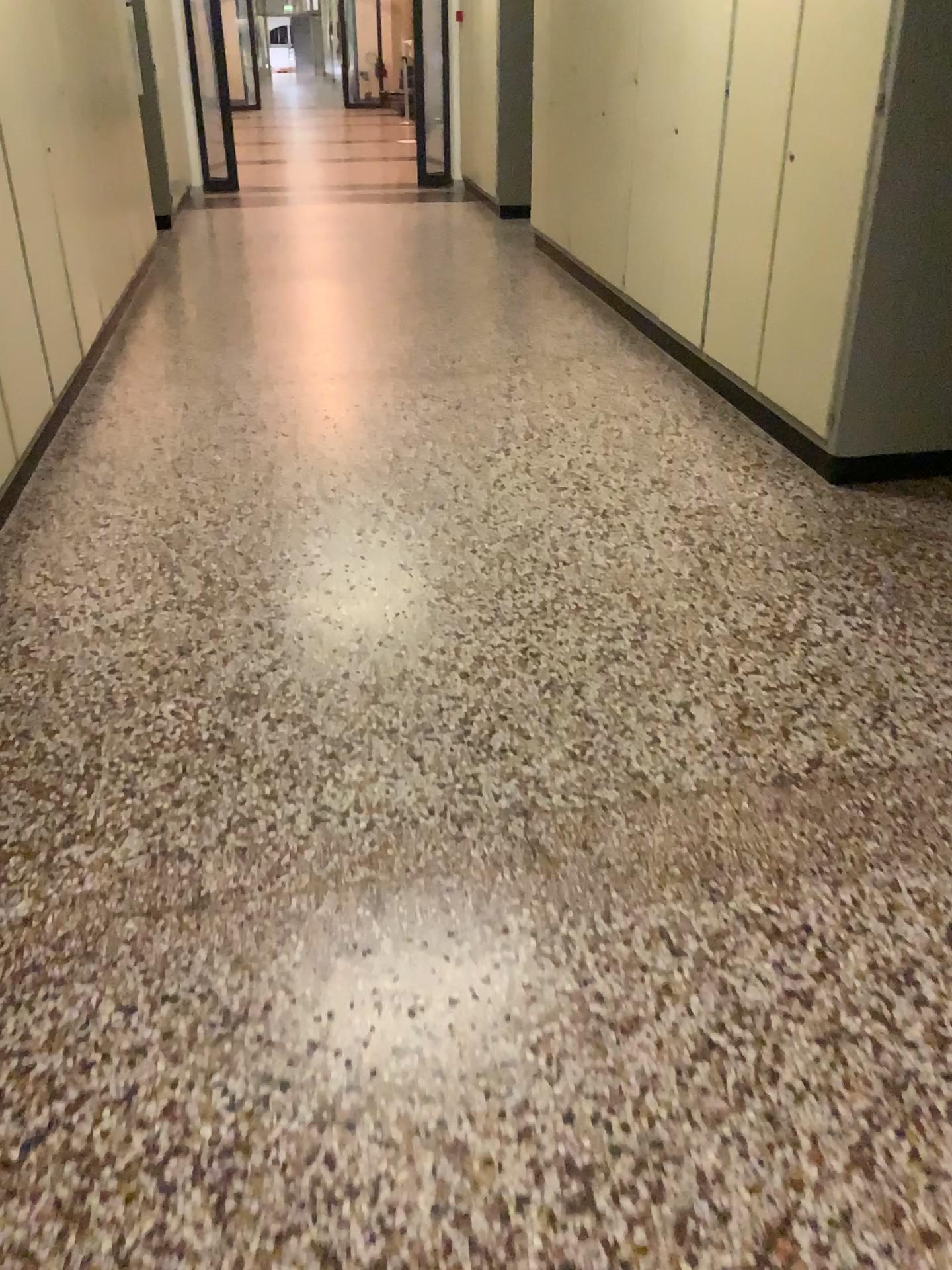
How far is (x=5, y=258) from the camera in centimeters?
341cm

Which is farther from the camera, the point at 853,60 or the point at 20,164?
the point at 20,164

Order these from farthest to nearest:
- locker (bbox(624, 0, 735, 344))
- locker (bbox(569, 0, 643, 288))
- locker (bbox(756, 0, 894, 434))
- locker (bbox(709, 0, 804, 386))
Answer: locker (bbox(569, 0, 643, 288)) → locker (bbox(624, 0, 735, 344)) → locker (bbox(709, 0, 804, 386)) → locker (bbox(756, 0, 894, 434))

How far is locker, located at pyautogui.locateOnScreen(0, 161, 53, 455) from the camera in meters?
3.4 m

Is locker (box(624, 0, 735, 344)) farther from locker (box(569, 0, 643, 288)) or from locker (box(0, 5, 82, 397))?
locker (box(0, 5, 82, 397))

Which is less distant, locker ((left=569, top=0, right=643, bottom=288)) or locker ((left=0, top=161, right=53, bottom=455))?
locker ((left=0, top=161, right=53, bottom=455))

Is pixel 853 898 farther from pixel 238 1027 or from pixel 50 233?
pixel 50 233

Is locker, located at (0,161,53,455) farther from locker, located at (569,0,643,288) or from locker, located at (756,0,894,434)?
locker, located at (569,0,643,288)

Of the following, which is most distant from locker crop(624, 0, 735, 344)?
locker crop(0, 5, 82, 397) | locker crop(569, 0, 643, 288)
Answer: locker crop(0, 5, 82, 397)

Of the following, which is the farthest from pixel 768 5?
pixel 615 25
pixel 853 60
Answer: pixel 615 25
